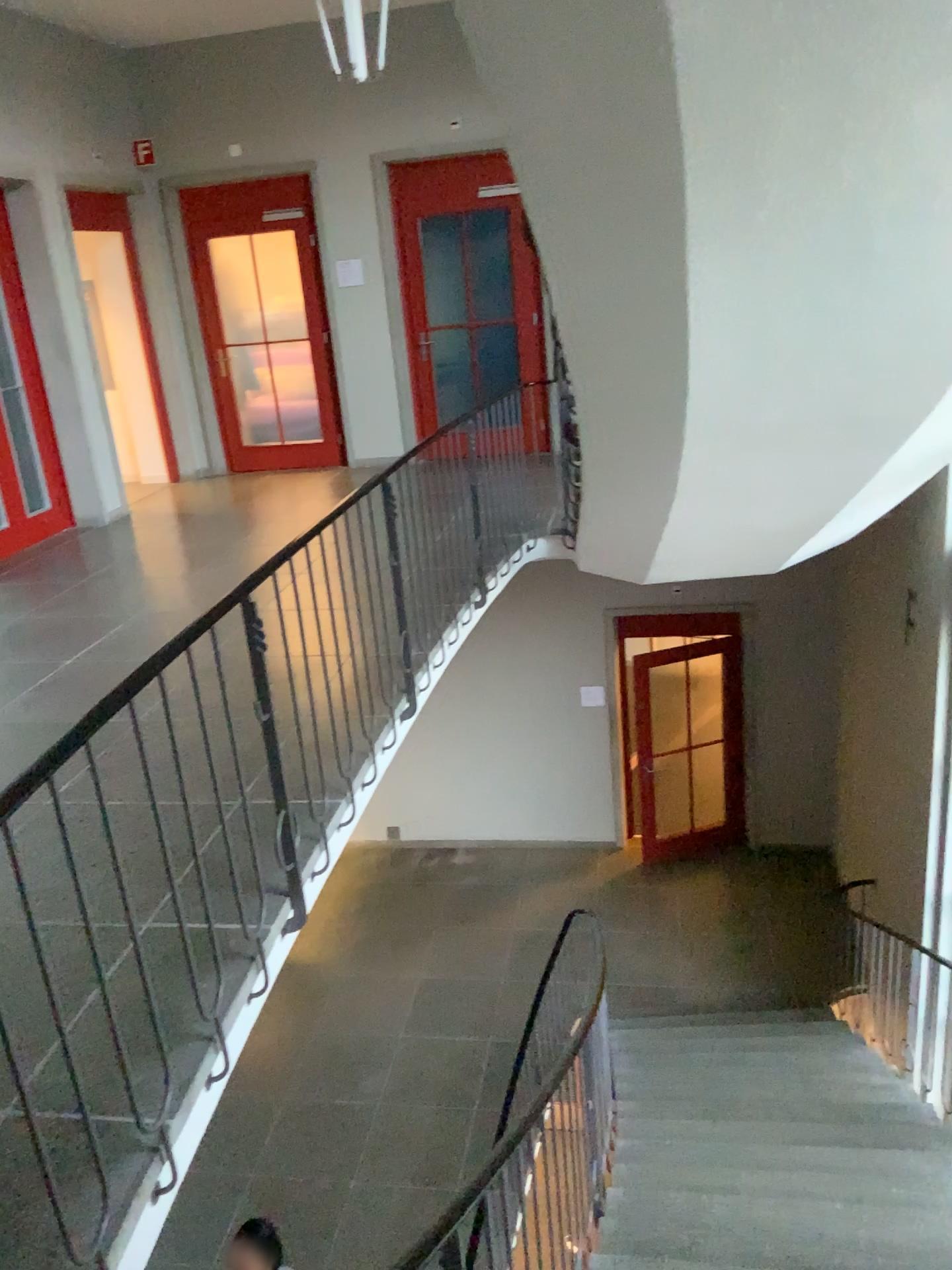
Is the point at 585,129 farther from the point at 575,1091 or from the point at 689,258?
the point at 575,1091
